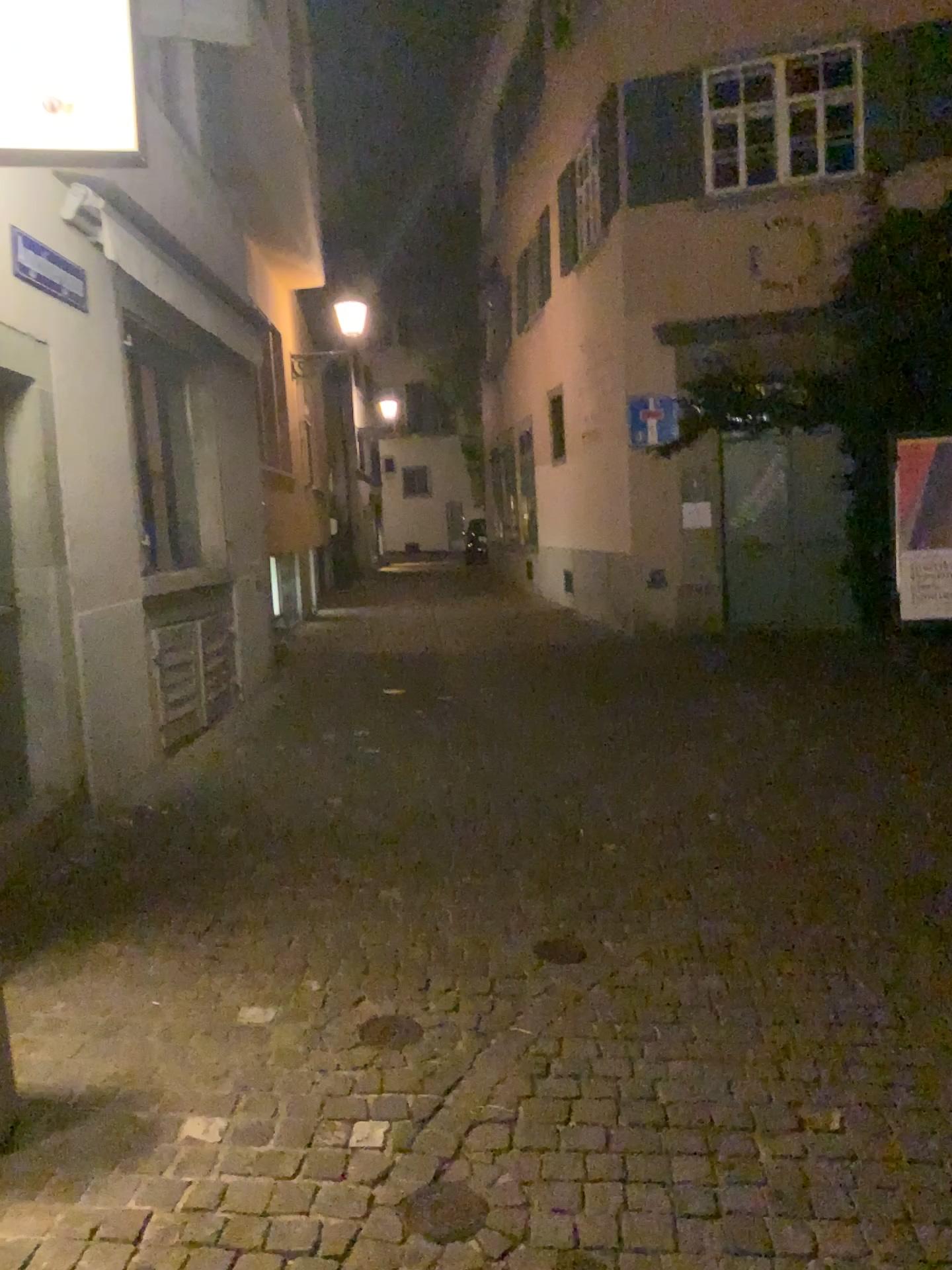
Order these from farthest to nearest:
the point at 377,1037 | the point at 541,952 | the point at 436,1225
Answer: the point at 541,952 < the point at 377,1037 < the point at 436,1225

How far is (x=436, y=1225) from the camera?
2.2 meters

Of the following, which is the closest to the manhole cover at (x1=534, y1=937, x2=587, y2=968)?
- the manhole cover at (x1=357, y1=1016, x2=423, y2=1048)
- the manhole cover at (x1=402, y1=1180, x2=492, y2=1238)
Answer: the manhole cover at (x1=357, y1=1016, x2=423, y2=1048)

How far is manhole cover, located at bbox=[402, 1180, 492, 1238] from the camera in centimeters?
225cm

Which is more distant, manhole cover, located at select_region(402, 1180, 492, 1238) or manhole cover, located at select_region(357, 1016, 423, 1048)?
manhole cover, located at select_region(357, 1016, 423, 1048)

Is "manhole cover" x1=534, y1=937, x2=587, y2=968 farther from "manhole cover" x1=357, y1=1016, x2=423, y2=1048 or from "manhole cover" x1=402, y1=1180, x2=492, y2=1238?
"manhole cover" x1=402, y1=1180, x2=492, y2=1238

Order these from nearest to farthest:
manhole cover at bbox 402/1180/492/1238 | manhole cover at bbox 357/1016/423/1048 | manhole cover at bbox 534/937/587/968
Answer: manhole cover at bbox 402/1180/492/1238
manhole cover at bbox 357/1016/423/1048
manhole cover at bbox 534/937/587/968

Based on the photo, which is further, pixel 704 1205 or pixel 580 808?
pixel 580 808

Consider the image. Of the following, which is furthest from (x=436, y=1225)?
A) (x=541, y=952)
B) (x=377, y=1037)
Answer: (x=541, y=952)

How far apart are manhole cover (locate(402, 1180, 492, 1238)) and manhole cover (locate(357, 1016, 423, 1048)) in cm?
64
